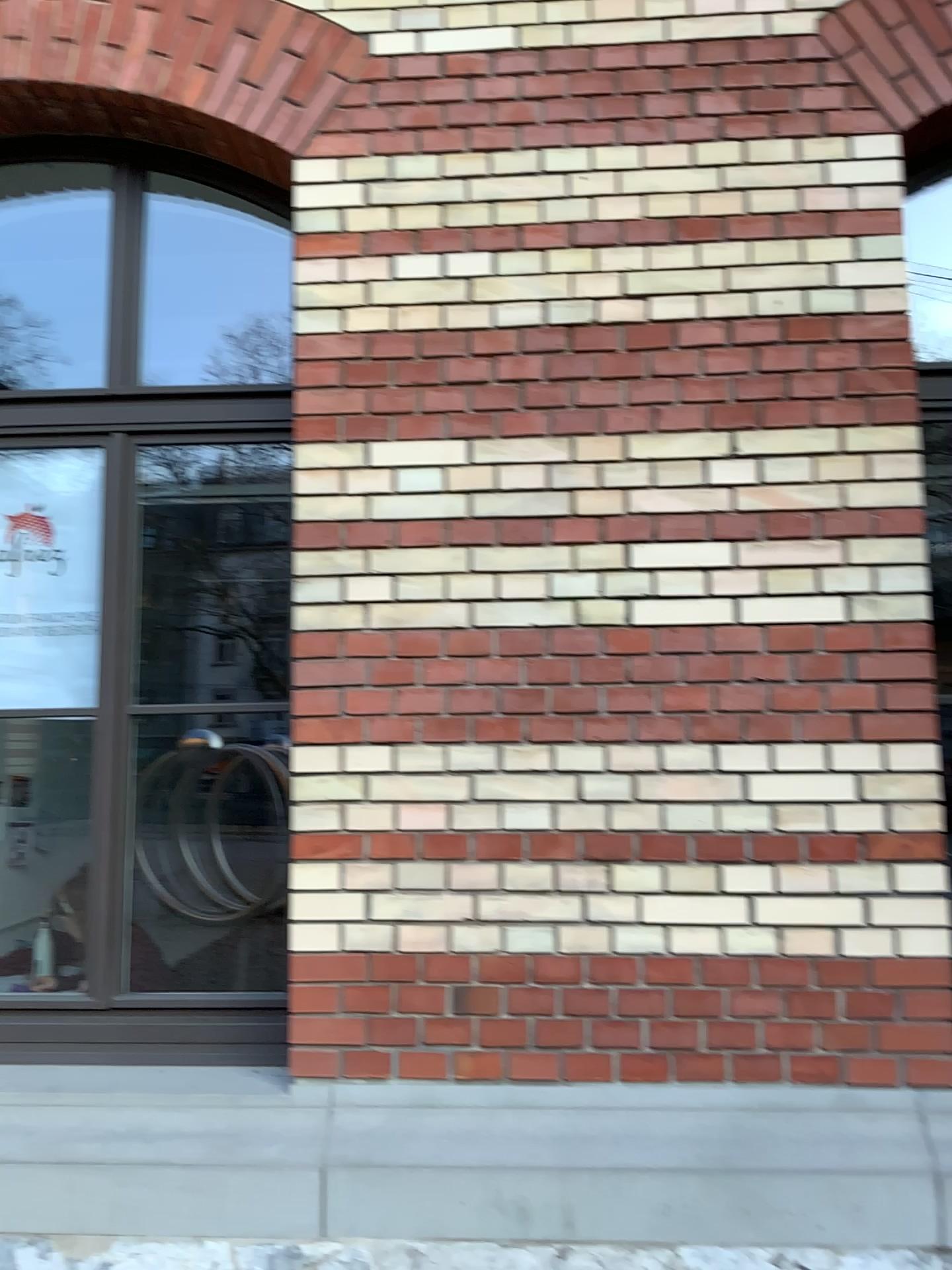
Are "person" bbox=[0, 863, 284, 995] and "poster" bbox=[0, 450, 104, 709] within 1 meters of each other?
yes

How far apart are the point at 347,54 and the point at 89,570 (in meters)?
1.57

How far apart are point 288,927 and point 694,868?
0.99m

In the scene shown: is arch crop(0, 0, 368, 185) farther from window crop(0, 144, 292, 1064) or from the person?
the person

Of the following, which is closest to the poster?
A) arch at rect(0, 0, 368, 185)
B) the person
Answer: the person

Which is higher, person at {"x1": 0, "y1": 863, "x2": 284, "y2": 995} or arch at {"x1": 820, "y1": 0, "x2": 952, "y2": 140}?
arch at {"x1": 820, "y1": 0, "x2": 952, "y2": 140}

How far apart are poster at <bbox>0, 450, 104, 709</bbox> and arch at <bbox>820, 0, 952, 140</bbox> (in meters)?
2.27

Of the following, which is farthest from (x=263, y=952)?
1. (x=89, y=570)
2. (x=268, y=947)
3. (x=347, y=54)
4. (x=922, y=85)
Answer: (x=922, y=85)

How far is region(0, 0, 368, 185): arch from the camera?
2.8 meters

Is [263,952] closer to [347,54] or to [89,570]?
[89,570]
